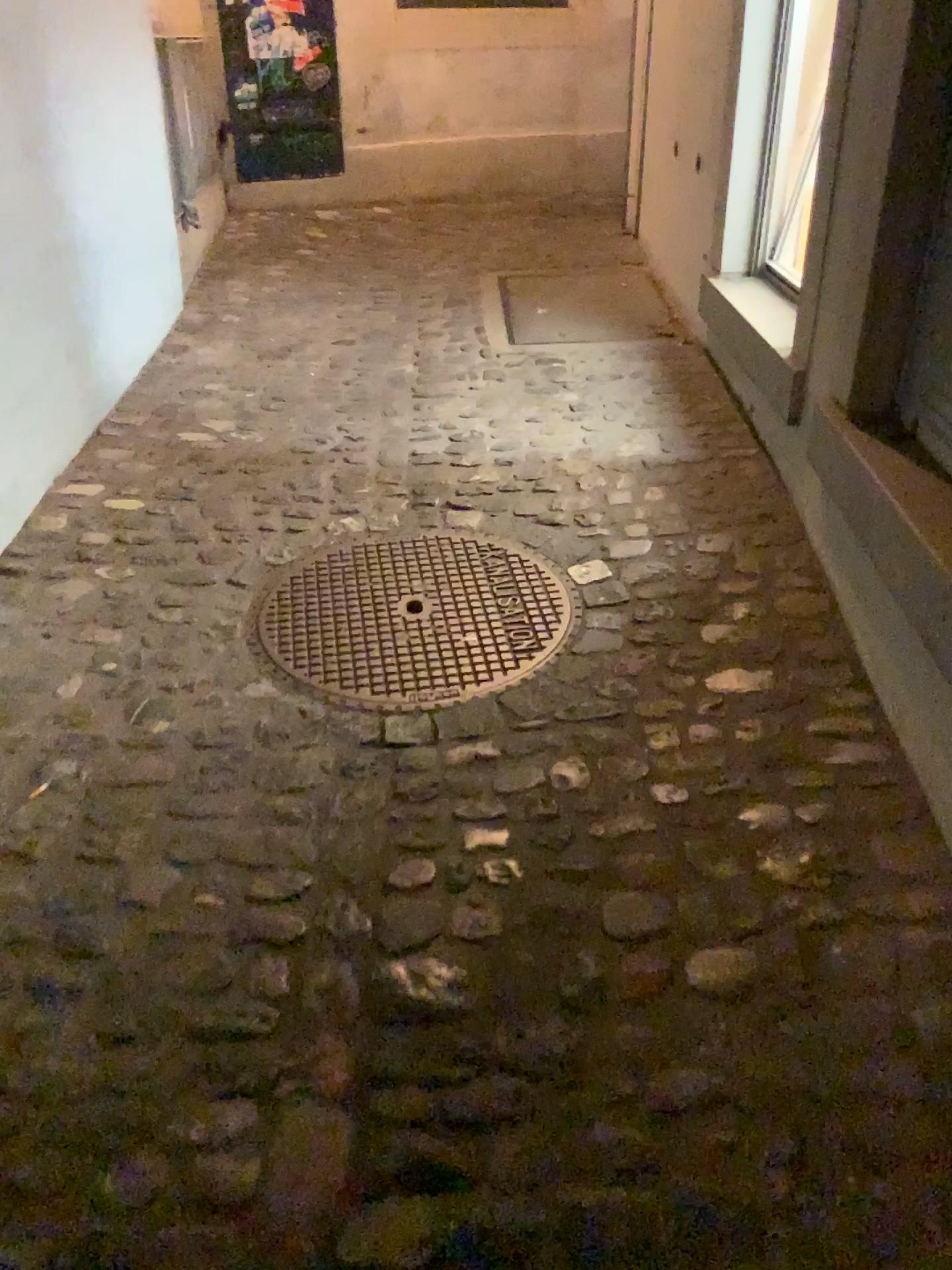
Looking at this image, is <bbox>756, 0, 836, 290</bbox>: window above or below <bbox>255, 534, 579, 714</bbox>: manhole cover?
above

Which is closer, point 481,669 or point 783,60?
point 481,669

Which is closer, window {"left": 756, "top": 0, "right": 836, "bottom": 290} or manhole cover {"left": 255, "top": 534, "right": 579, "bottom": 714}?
manhole cover {"left": 255, "top": 534, "right": 579, "bottom": 714}

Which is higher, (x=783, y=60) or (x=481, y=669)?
Result: (x=783, y=60)

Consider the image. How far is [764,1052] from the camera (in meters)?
1.32
